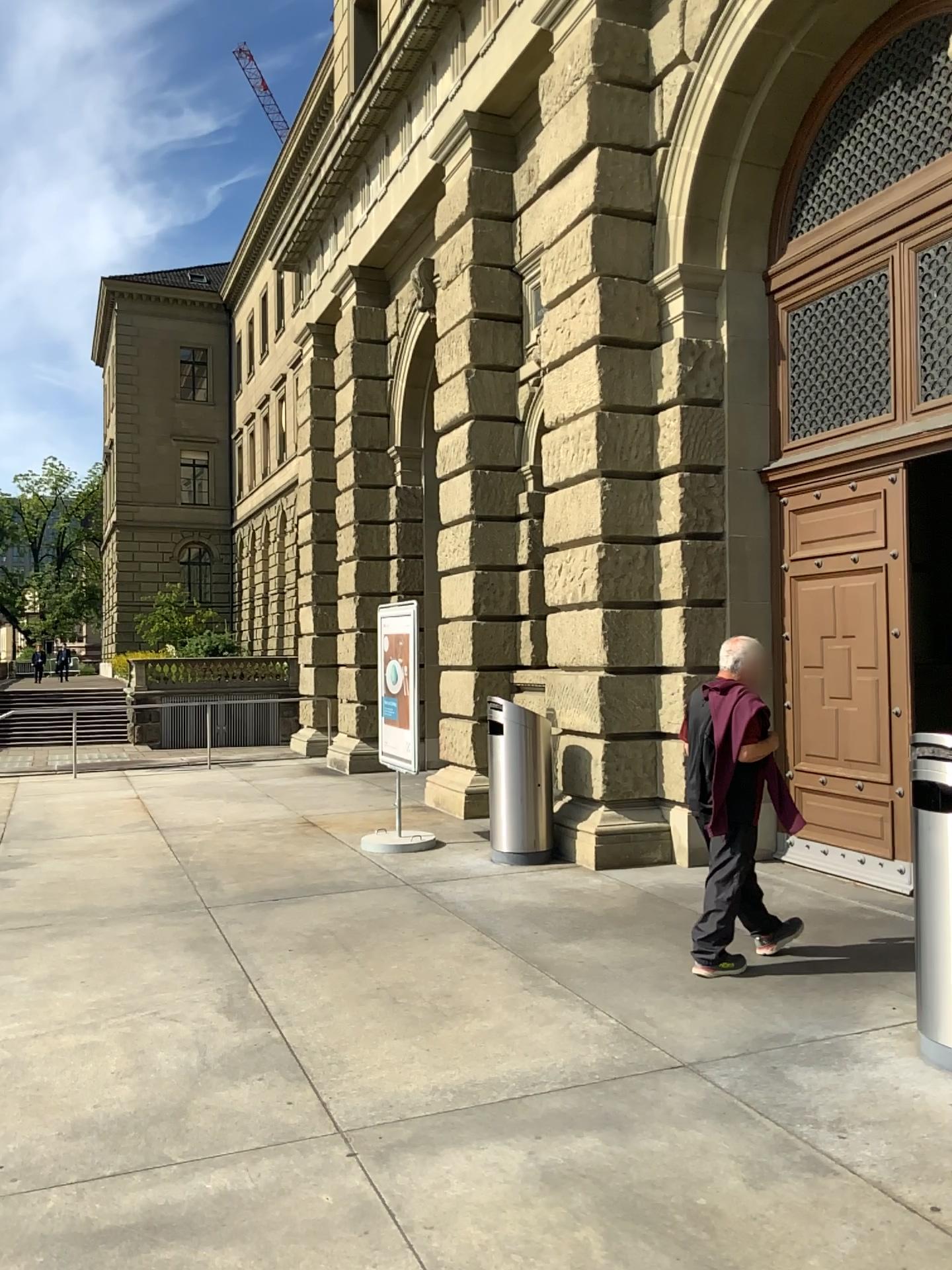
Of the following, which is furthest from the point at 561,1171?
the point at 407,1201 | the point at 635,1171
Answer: the point at 407,1201
